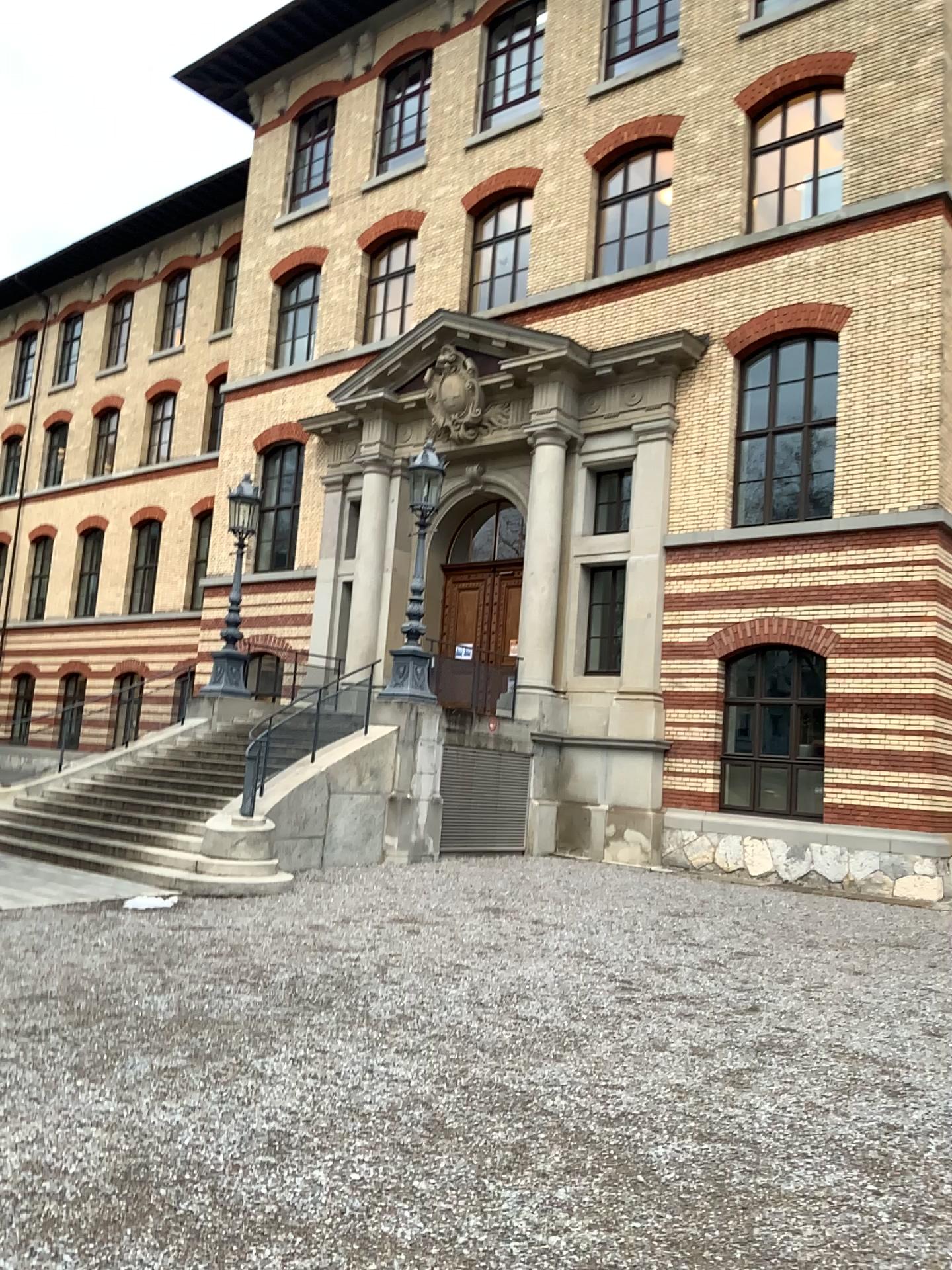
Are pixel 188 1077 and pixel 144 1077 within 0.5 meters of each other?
yes
